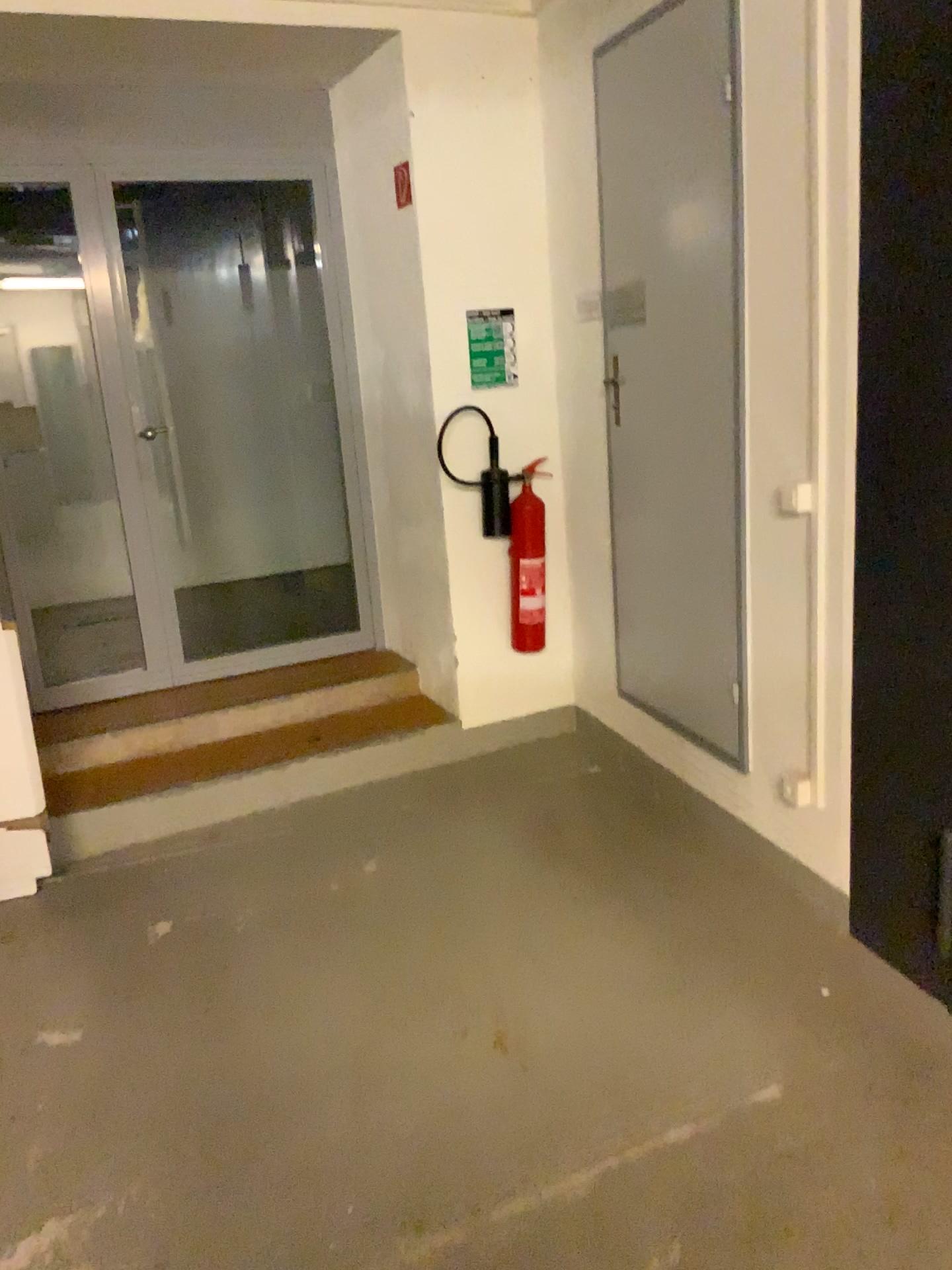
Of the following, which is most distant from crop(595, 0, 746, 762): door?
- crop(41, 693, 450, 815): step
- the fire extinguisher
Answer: crop(41, 693, 450, 815): step

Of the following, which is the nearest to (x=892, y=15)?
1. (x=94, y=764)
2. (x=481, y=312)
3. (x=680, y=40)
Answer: (x=680, y=40)

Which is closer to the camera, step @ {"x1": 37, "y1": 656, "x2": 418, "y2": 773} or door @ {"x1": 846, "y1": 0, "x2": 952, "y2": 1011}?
door @ {"x1": 846, "y1": 0, "x2": 952, "y2": 1011}

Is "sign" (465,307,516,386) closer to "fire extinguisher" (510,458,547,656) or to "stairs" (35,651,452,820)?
"fire extinguisher" (510,458,547,656)

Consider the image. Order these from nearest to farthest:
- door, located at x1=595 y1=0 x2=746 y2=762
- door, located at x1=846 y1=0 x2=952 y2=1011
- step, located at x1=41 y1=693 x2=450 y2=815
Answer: door, located at x1=846 y1=0 x2=952 y2=1011 < door, located at x1=595 y1=0 x2=746 y2=762 < step, located at x1=41 y1=693 x2=450 y2=815

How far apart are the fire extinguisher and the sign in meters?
0.4

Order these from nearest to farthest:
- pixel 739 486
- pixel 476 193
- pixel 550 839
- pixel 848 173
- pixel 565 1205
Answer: pixel 565 1205 → pixel 848 173 → pixel 739 486 → pixel 550 839 → pixel 476 193

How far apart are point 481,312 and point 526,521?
0.8 meters

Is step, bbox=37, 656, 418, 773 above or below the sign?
below

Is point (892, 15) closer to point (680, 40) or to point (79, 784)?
point (680, 40)
